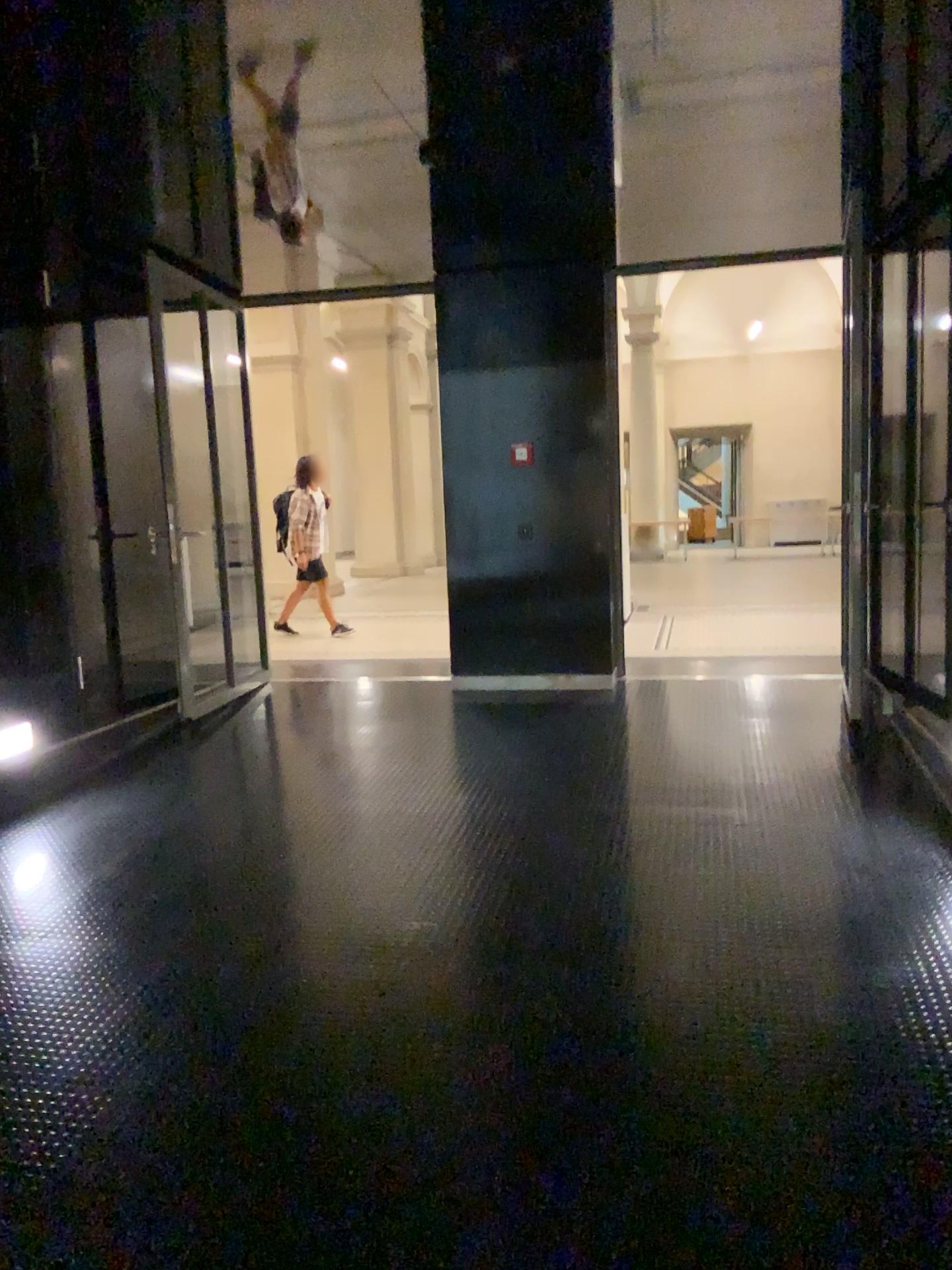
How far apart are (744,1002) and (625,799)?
1.6 meters
